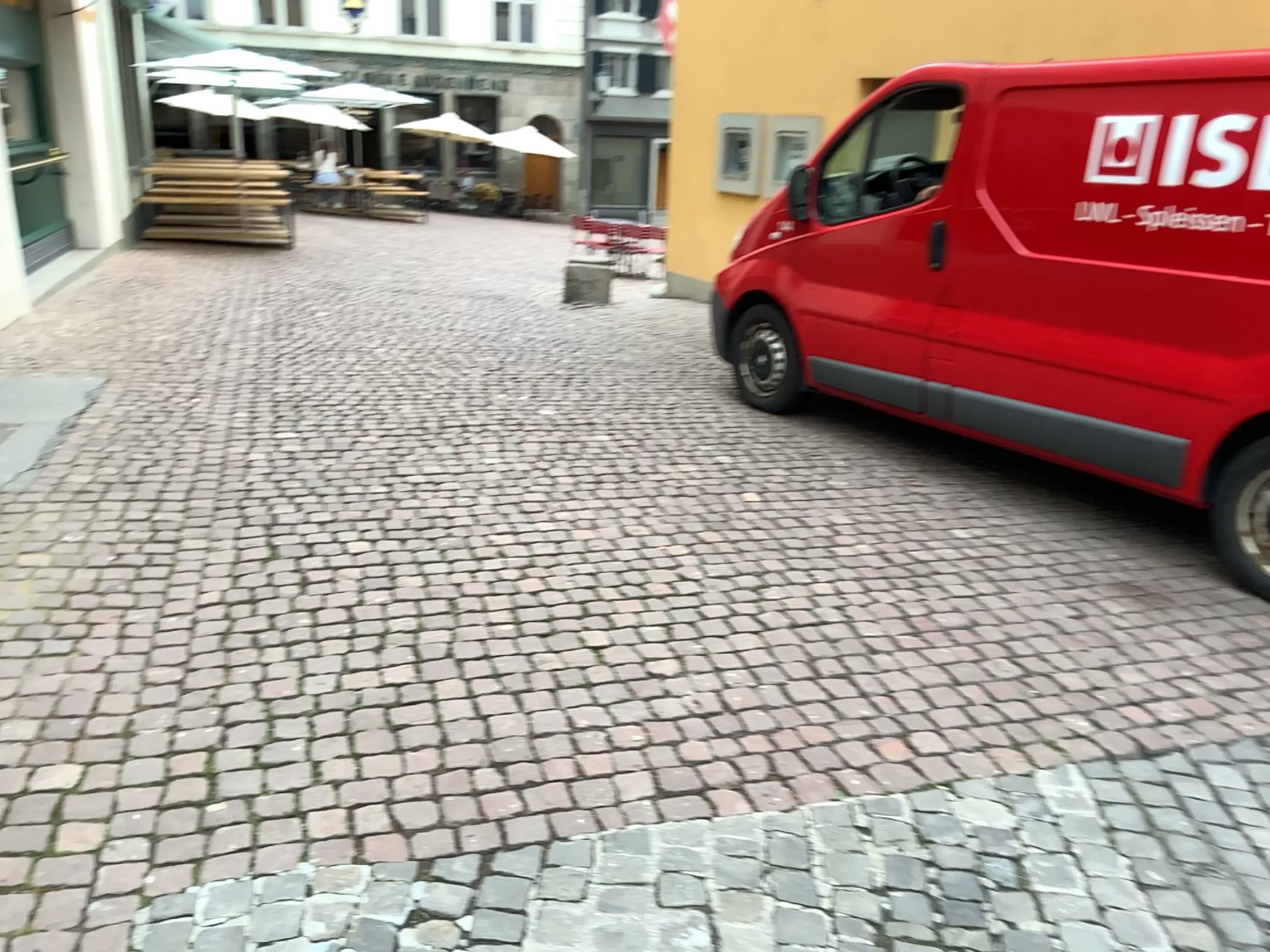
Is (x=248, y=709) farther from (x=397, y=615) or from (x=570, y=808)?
(x=570, y=808)
